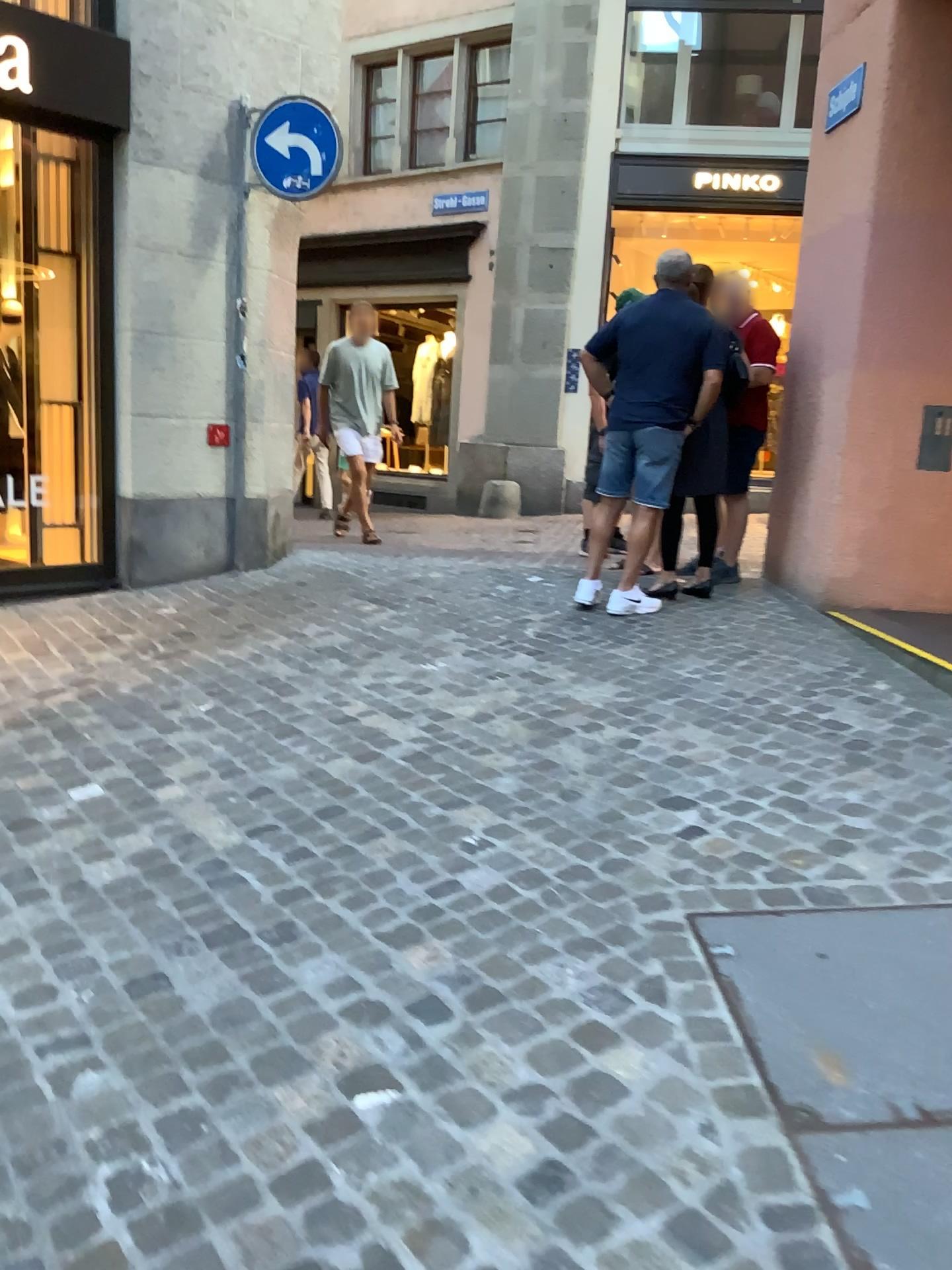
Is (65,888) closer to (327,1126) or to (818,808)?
(327,1126)
